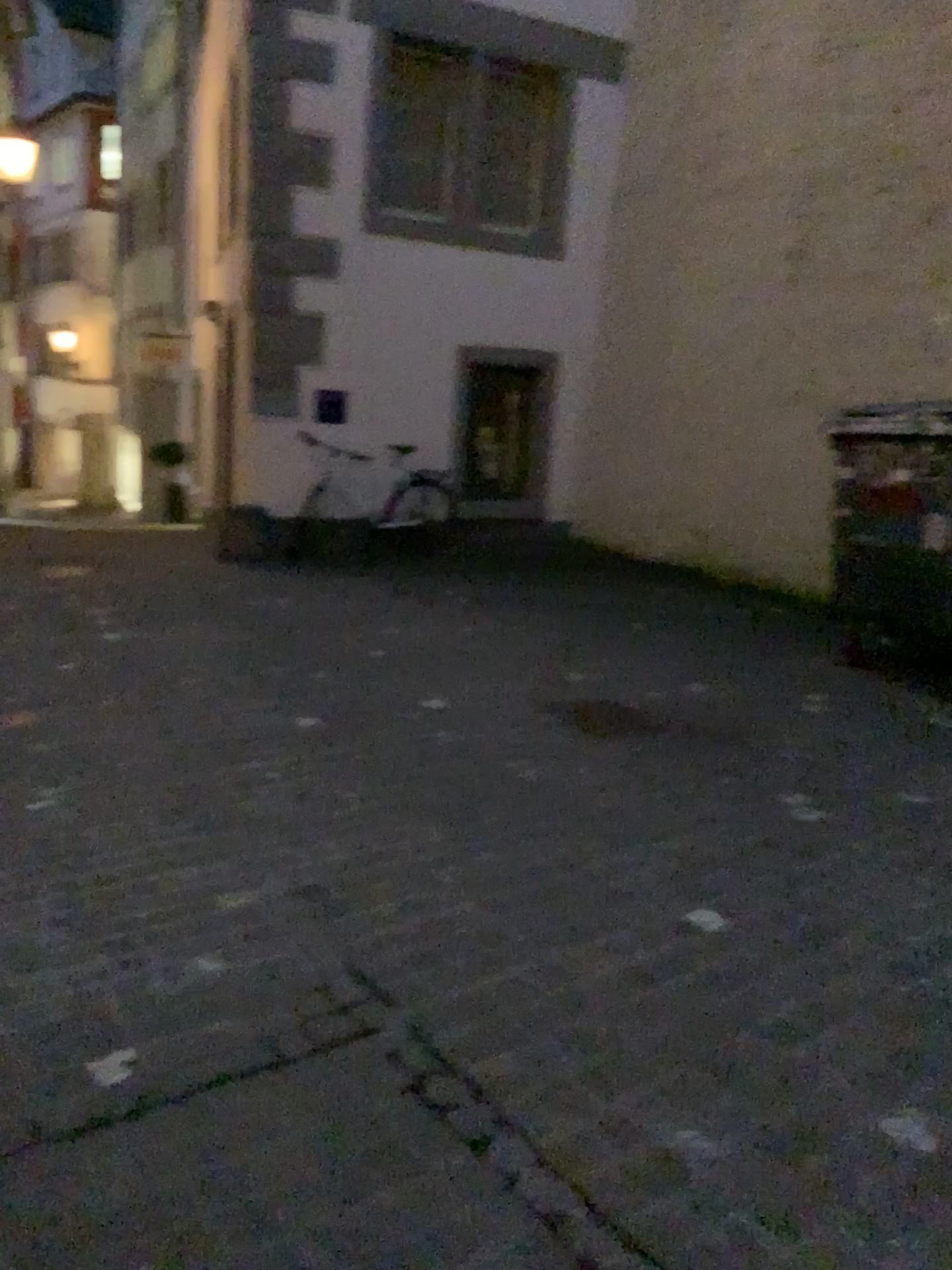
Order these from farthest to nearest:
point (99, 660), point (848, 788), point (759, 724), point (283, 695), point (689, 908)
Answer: point (99, 660), point (283, 695), point (759, 724), point (848, 788), point (689, 908)
